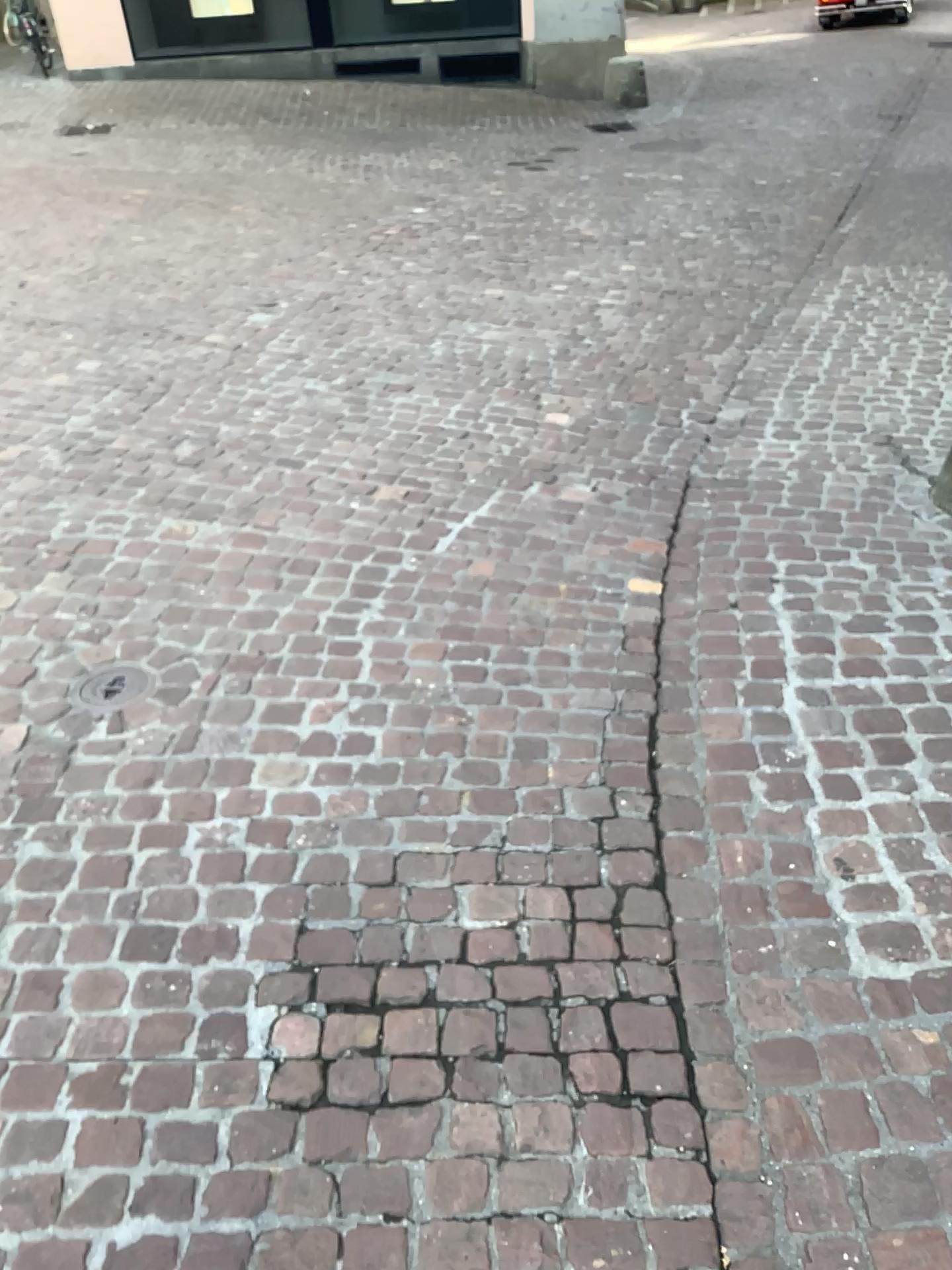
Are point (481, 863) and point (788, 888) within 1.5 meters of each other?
yes

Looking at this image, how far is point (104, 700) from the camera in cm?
258

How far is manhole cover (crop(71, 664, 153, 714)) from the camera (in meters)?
2.58
